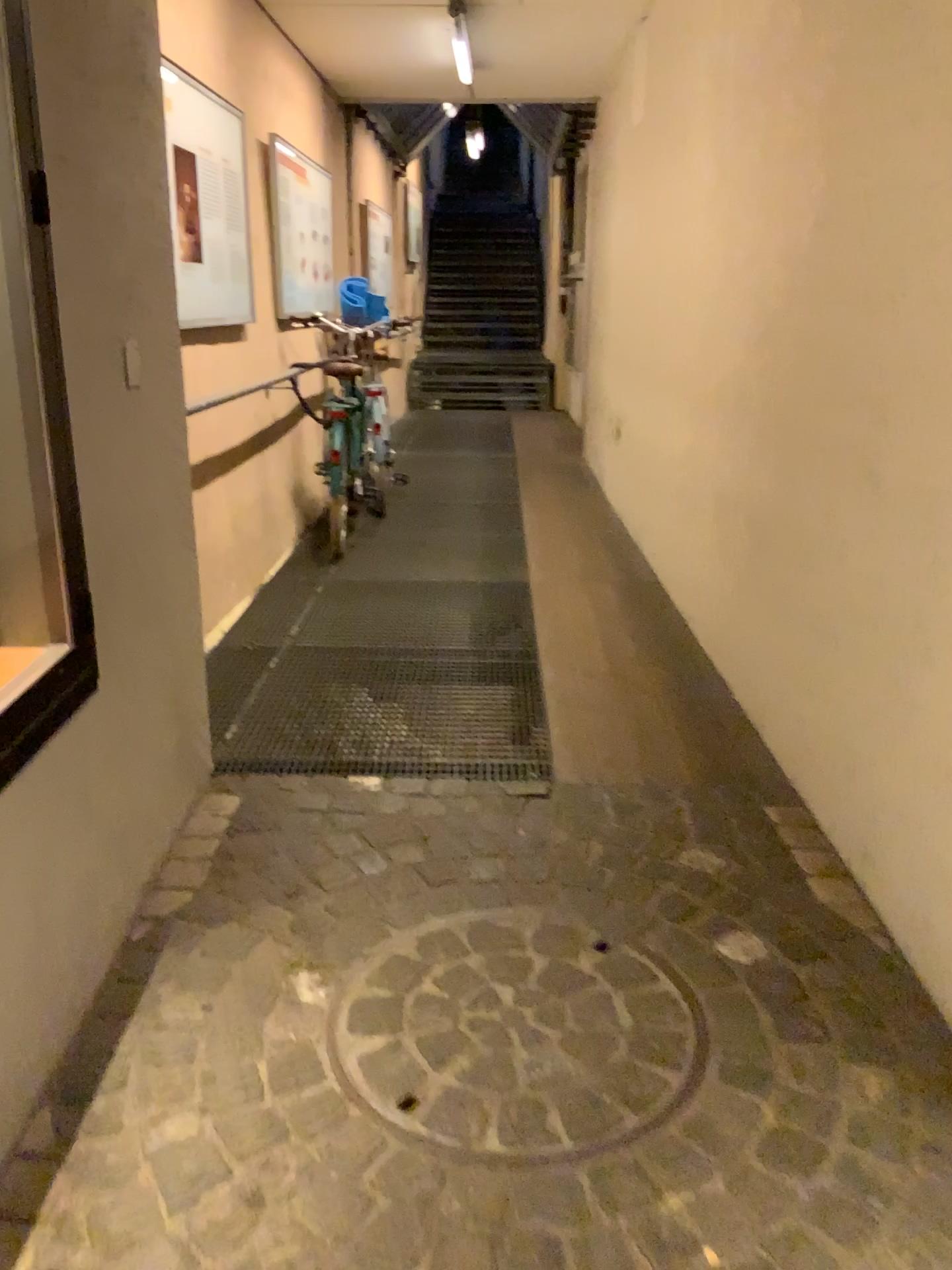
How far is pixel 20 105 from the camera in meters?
1.6

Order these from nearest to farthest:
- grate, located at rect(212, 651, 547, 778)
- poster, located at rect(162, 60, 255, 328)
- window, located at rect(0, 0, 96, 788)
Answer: window, located at rect(0, 0, 96, 788) → grate, located at rect(212, 651, 547, 778) → poster, located at rect(162, 60, 255, 328)

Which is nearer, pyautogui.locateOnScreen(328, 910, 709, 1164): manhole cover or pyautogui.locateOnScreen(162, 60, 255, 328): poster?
pyautogui.locateOnScreen(328, 910, 709, 1164): manhole cover

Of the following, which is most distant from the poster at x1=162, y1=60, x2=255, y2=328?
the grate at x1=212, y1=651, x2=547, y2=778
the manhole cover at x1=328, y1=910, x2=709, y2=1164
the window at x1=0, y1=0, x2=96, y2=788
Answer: the manhole cover at x1=328, y1=910, x2=709, y2=1164

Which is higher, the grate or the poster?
the poster

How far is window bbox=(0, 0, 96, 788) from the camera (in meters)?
1.60

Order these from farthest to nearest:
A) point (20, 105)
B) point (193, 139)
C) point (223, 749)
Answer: point (193, 139)
point (223, 749)
point (20, 105)

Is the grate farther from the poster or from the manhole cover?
the poster

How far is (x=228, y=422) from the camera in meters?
4.3

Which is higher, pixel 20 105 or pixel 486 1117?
pixel 20 105
